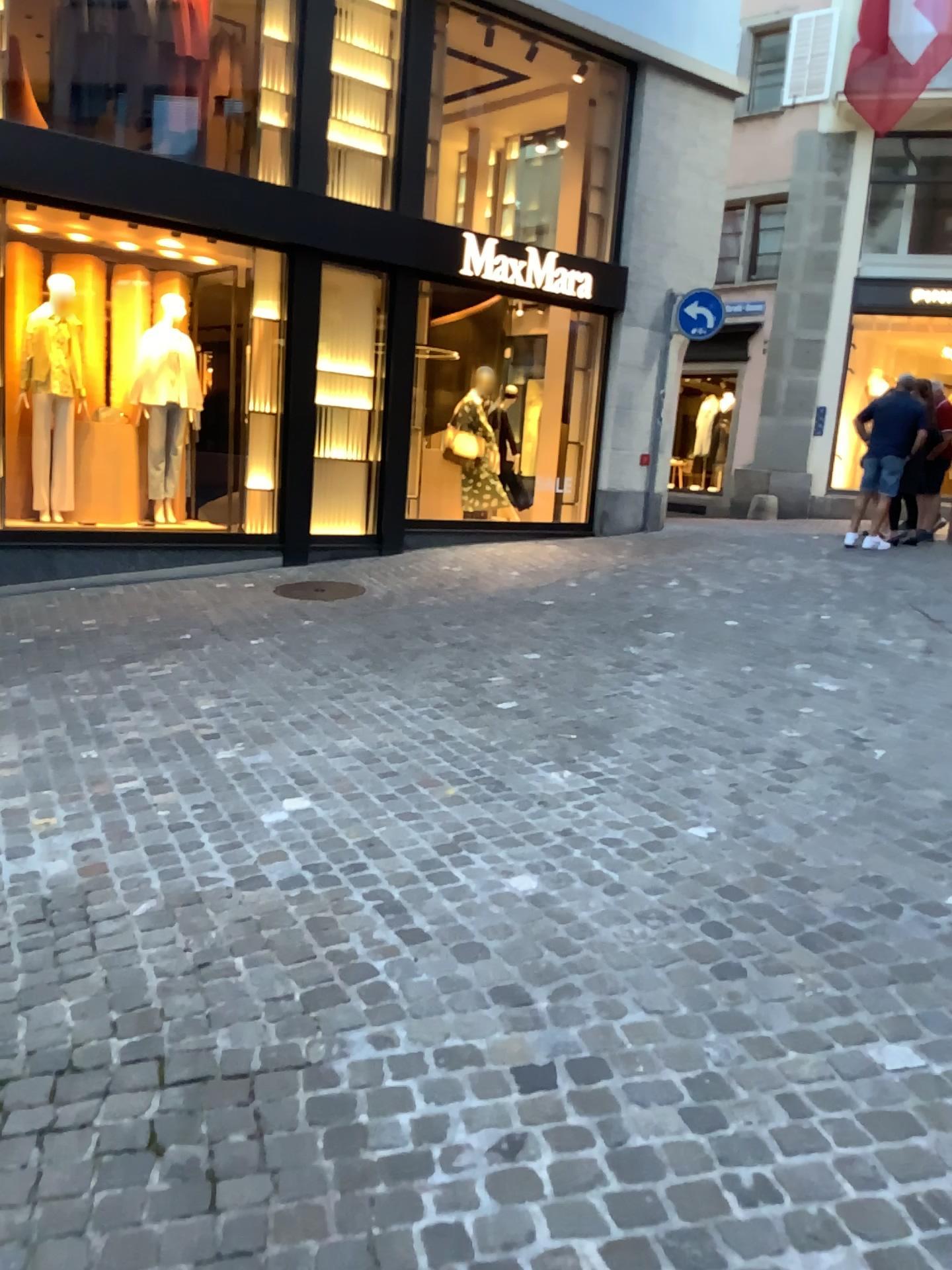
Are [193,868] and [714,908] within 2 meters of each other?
yes
